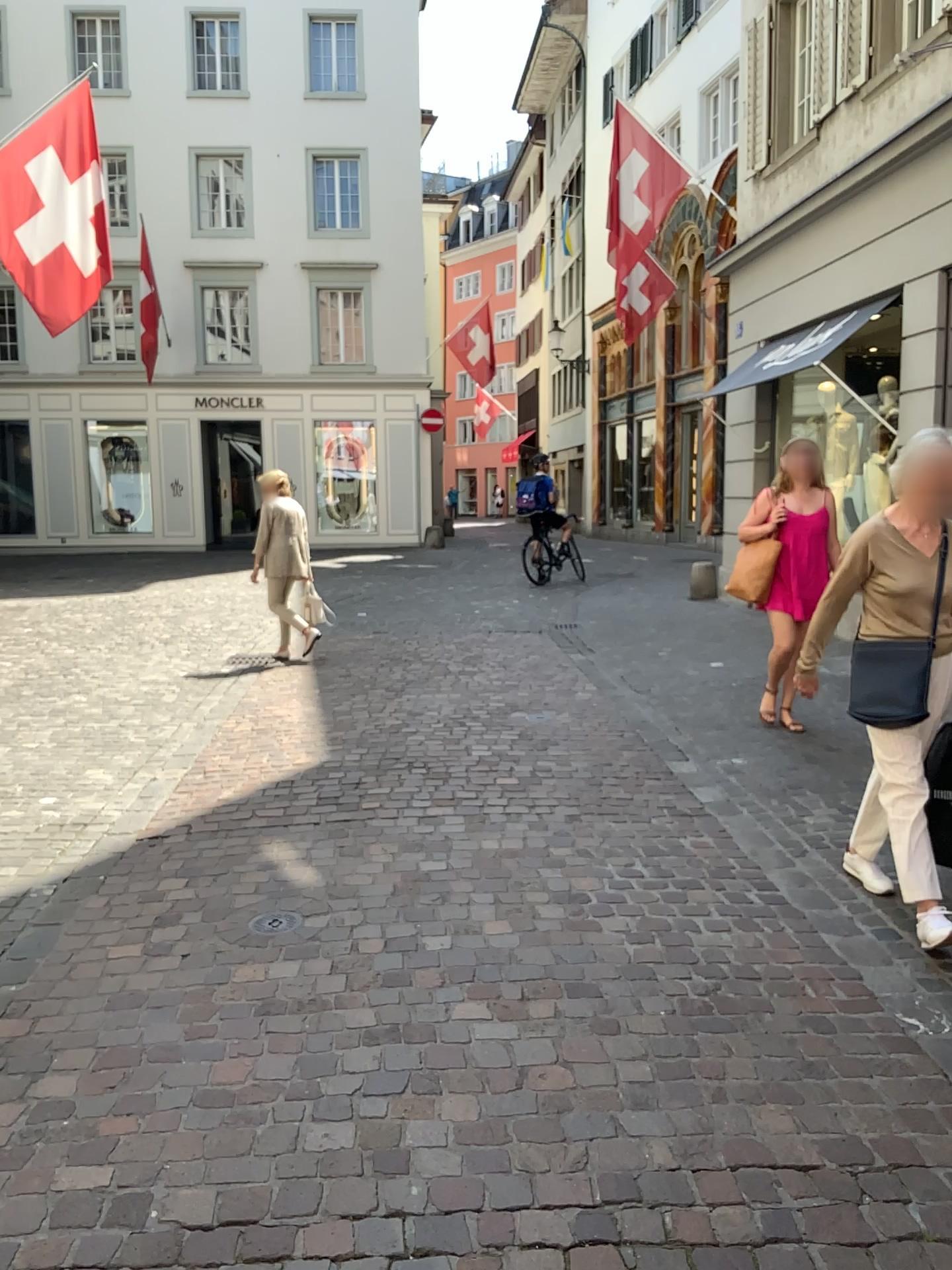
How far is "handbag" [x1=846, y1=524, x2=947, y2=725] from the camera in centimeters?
349cm

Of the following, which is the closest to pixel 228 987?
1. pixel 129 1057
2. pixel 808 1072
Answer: pixel 129 1057

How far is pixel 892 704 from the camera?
3.49m
